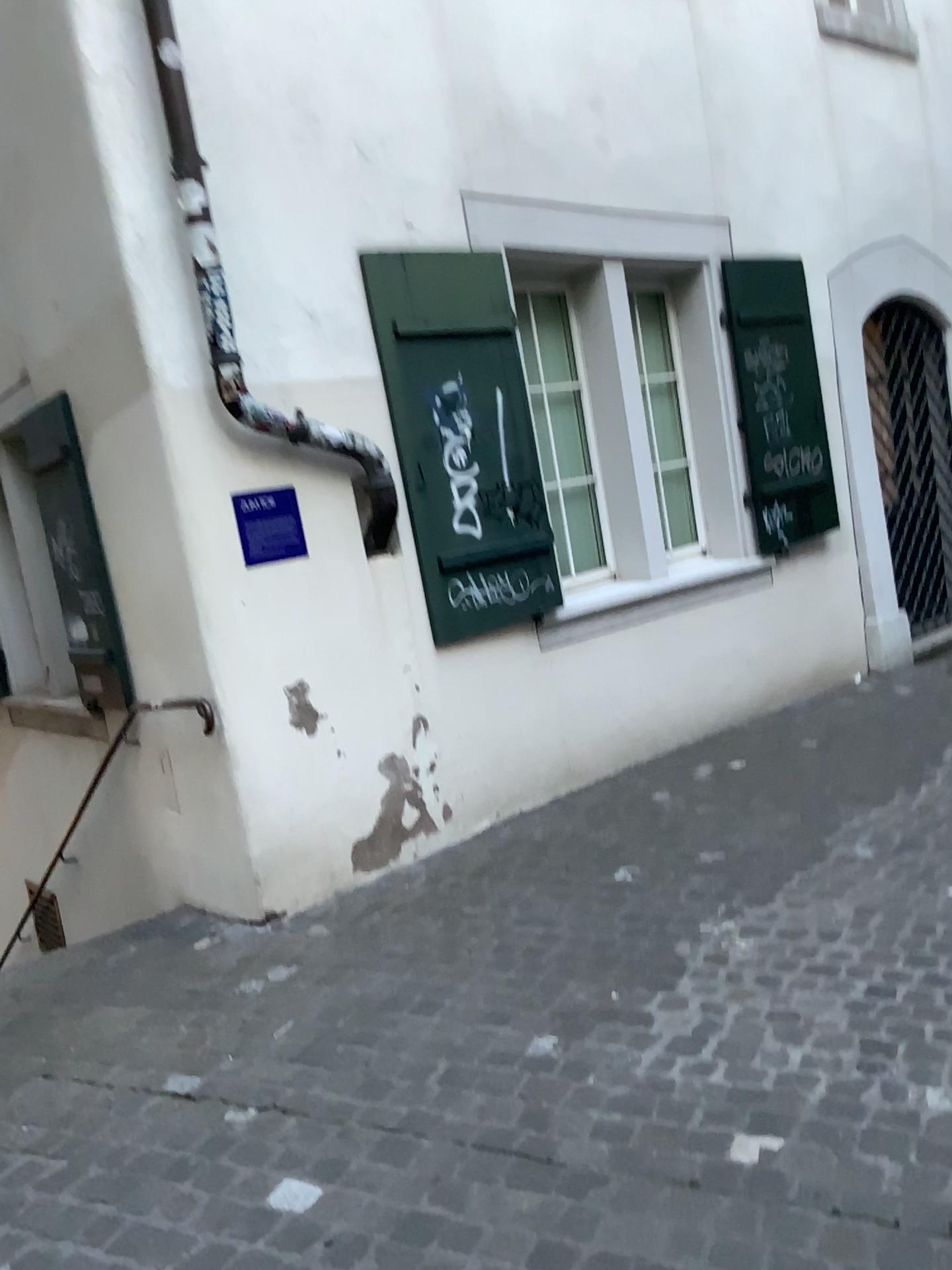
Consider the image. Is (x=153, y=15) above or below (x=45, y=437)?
above

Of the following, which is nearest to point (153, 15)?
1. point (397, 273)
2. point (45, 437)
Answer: point (397, 273)

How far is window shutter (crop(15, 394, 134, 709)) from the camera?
4.34m

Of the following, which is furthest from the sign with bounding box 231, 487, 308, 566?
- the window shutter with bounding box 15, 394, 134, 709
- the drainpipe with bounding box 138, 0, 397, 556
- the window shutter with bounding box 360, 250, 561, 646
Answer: the window shutter with bounding box 15, 394, 134, 709

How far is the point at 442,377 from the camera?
4.6 meters

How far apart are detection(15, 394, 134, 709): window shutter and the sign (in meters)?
0.88

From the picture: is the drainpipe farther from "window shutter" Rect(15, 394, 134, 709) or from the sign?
"window shutter" Rect(15, 394, 134, 709)

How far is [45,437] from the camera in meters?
4.3 m

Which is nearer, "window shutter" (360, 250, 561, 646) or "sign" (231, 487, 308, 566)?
"sign" (231, 487, 308, 566)
